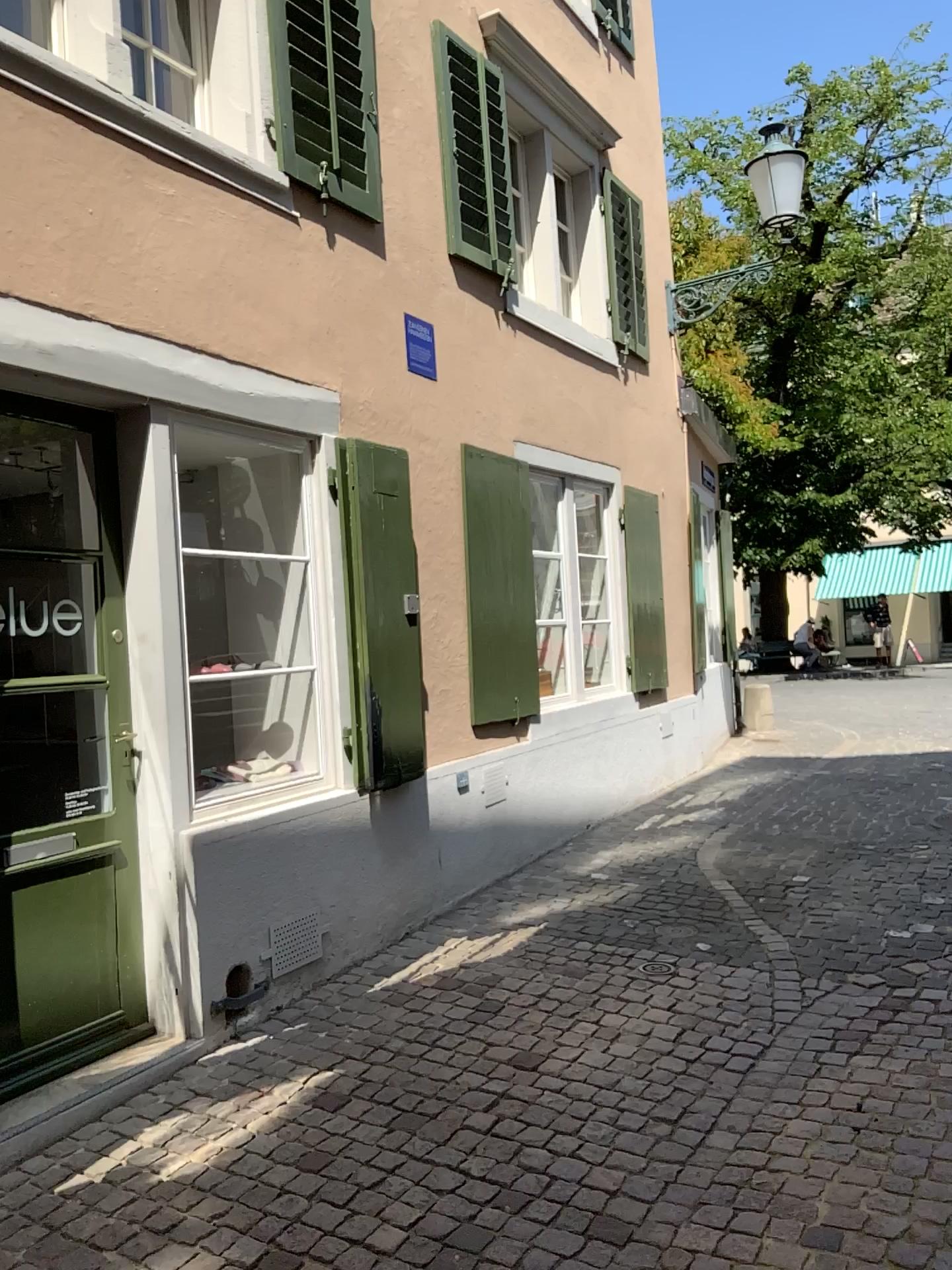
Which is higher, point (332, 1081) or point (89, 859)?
point (89, 859)

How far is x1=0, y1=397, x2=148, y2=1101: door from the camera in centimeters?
362cm

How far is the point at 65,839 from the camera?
3.6m
